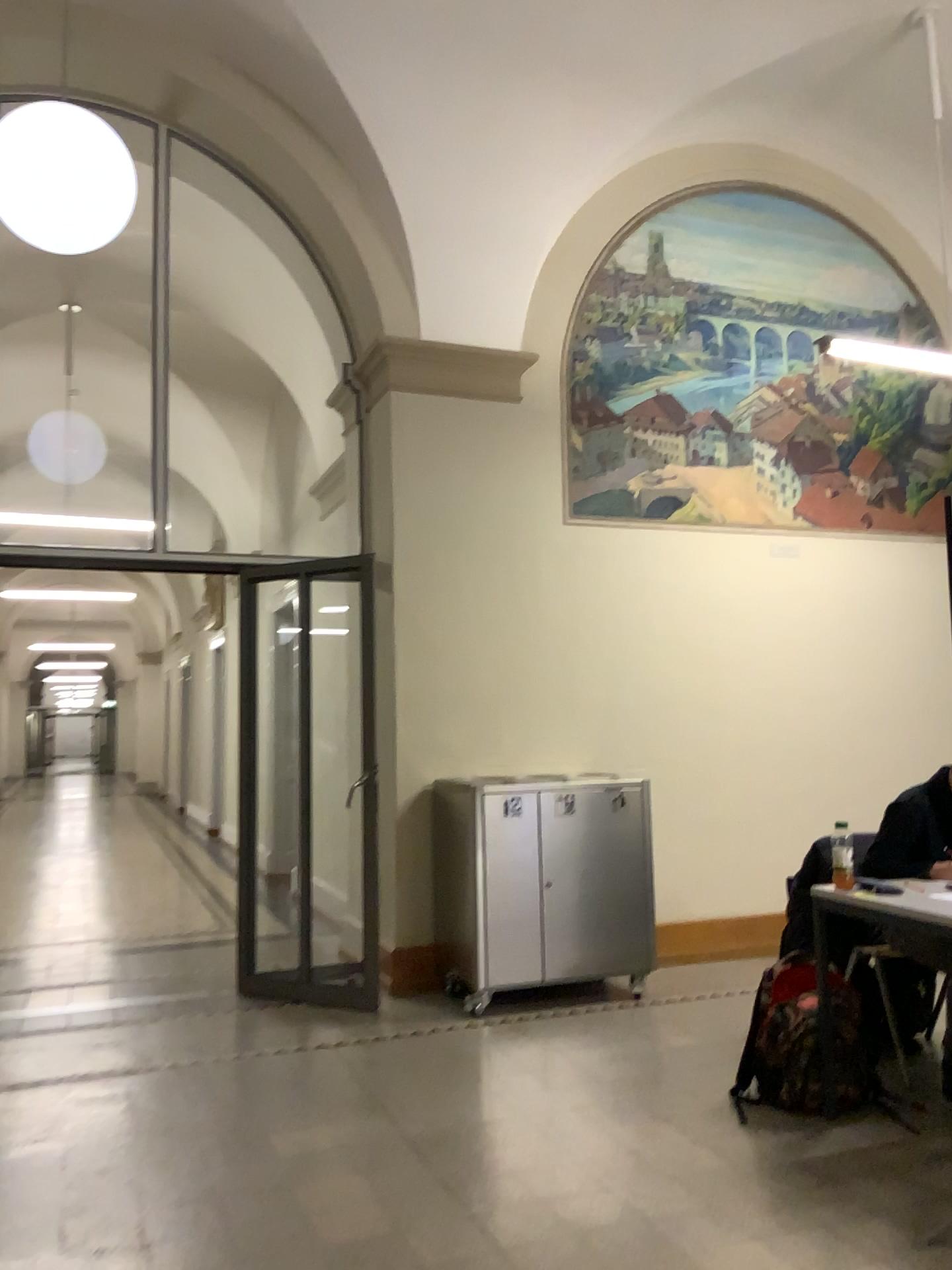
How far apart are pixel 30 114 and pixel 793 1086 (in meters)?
3.99

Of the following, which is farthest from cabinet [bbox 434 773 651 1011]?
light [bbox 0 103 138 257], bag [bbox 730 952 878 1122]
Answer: light [bbox 0 103 138 257]

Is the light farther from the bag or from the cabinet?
the bag

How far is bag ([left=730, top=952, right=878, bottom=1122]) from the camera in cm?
338

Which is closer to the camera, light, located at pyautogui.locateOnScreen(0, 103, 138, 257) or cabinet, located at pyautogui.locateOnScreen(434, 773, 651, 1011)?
light, located at pyautogui.locateOnScreen(0, 103, 138, 257)

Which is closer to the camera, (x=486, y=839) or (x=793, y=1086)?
(x=793, y=1086)

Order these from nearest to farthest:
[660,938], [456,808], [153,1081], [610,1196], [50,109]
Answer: [610,1196] → [50,109] → [153,1081] → [456,808] → [660,938]

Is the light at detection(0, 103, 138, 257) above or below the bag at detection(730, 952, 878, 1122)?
above

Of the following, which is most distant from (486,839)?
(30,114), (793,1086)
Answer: (30,114)

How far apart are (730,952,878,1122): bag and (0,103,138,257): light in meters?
3.4
